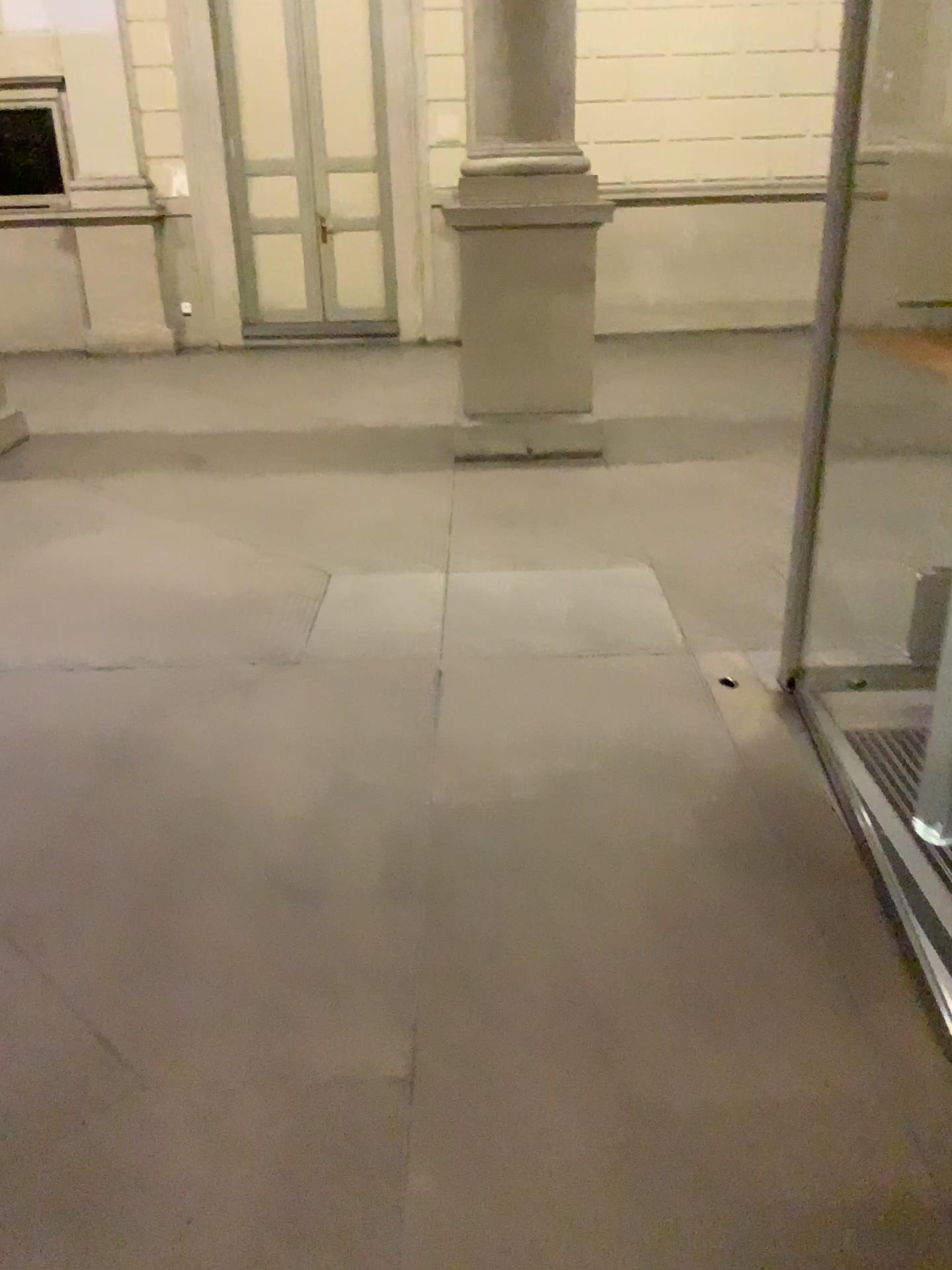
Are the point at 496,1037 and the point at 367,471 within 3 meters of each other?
no
